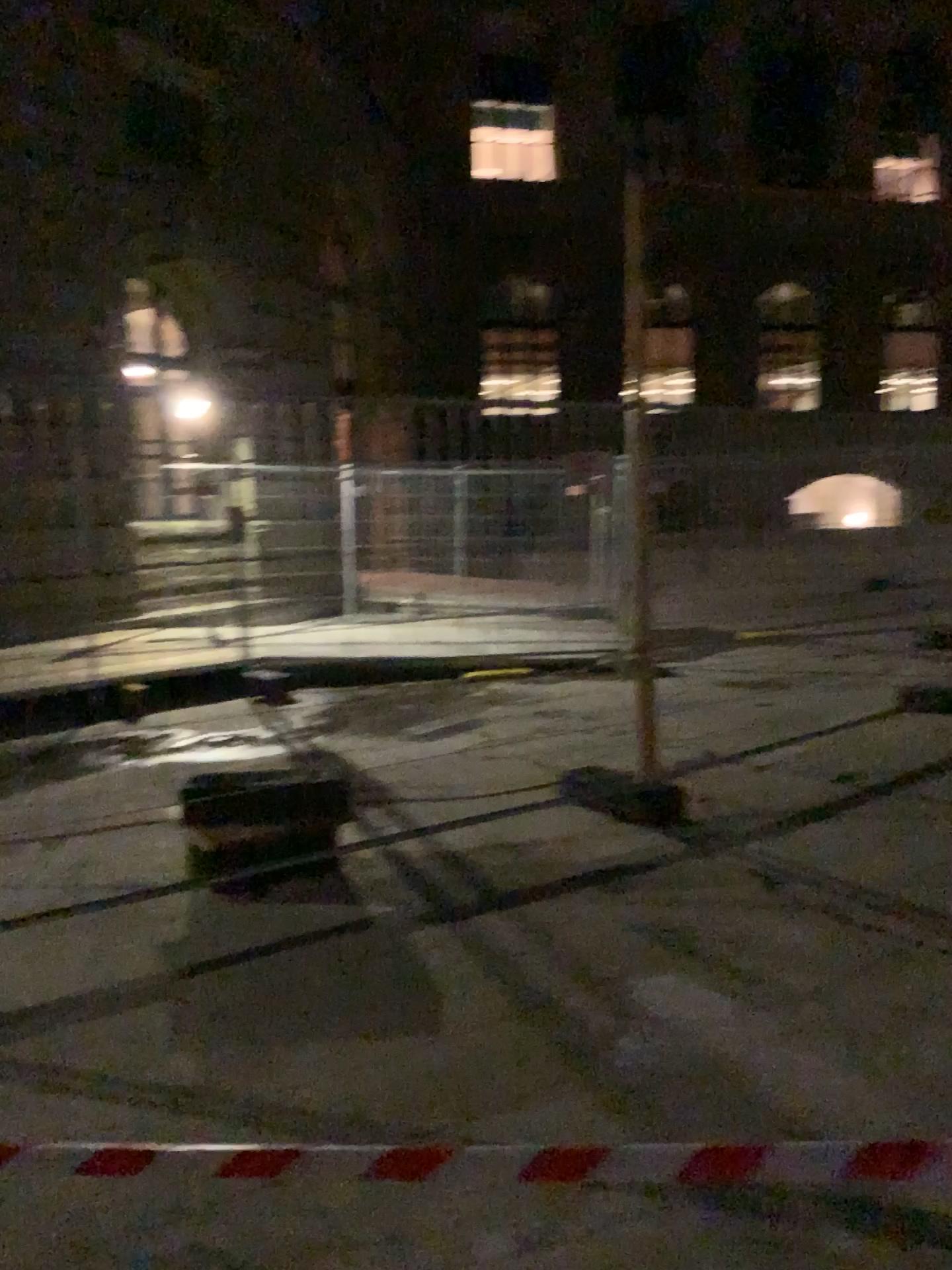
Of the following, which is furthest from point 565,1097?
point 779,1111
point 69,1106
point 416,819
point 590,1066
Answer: point 416,819
